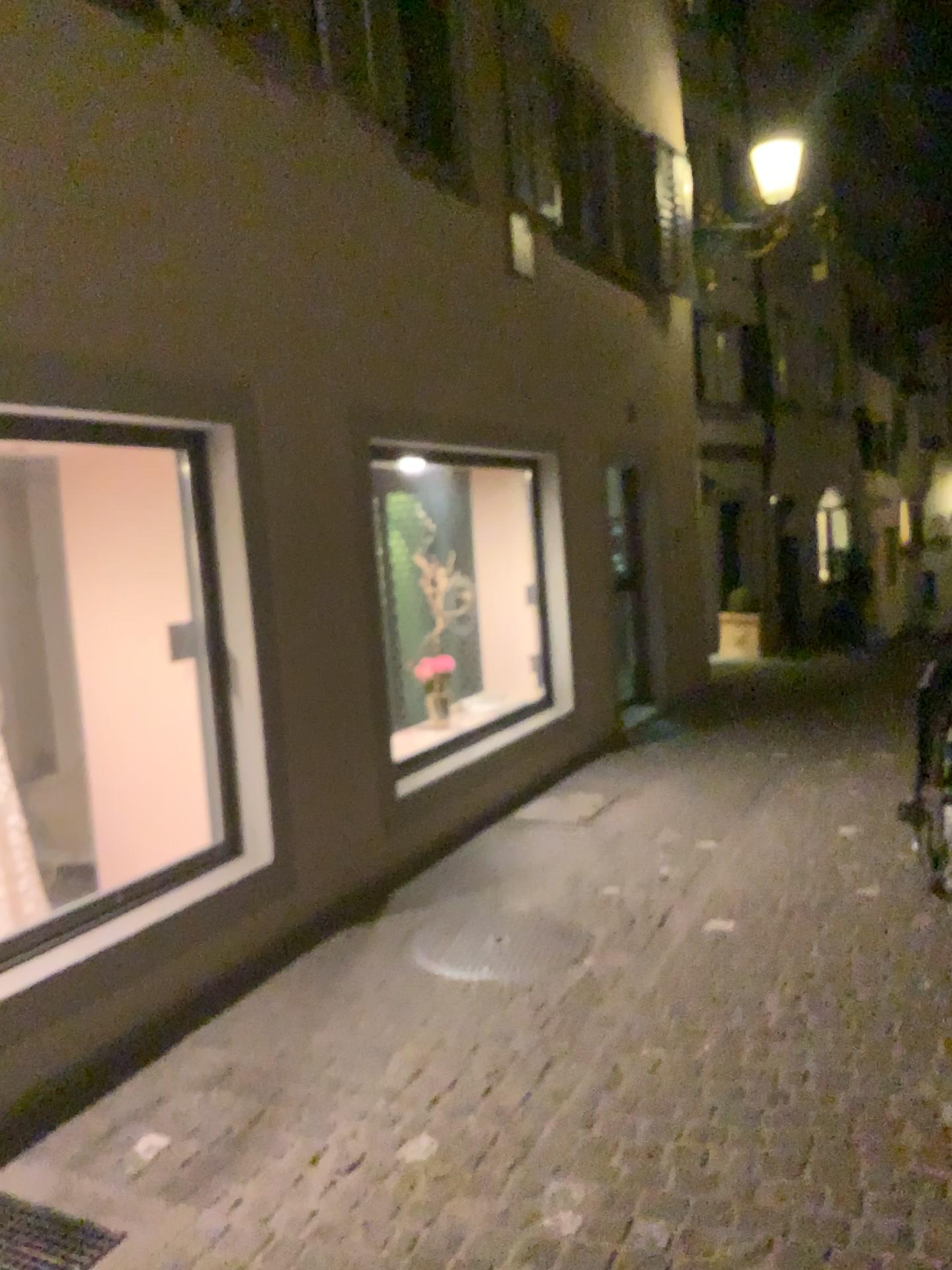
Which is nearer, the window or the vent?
the vent

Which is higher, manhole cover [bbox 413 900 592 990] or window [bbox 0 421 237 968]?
window [bbox 0 421 237 968]

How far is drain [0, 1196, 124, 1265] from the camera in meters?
2.4 m

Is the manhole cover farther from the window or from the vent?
the vent

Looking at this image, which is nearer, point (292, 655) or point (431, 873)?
point (292, 655)

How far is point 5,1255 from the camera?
2.4m

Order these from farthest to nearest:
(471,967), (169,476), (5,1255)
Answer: (169,476)
(471,967)
(5,1255)

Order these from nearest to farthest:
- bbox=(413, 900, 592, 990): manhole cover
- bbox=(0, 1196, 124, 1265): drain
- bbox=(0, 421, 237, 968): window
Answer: bbox=(0, 1196, 124, 1265): drain < bbox=(413, 900, 592, 990): manhole cover < bbox=(0, 421, 237, 968): window

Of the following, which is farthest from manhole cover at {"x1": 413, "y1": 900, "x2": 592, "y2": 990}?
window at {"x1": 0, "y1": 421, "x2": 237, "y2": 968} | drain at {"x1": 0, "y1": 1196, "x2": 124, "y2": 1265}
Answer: drain at {"x1": 0, "y1": 1196, "x2": 124, "y2": 1265}

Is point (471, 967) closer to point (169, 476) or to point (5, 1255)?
point (5, 1255)
